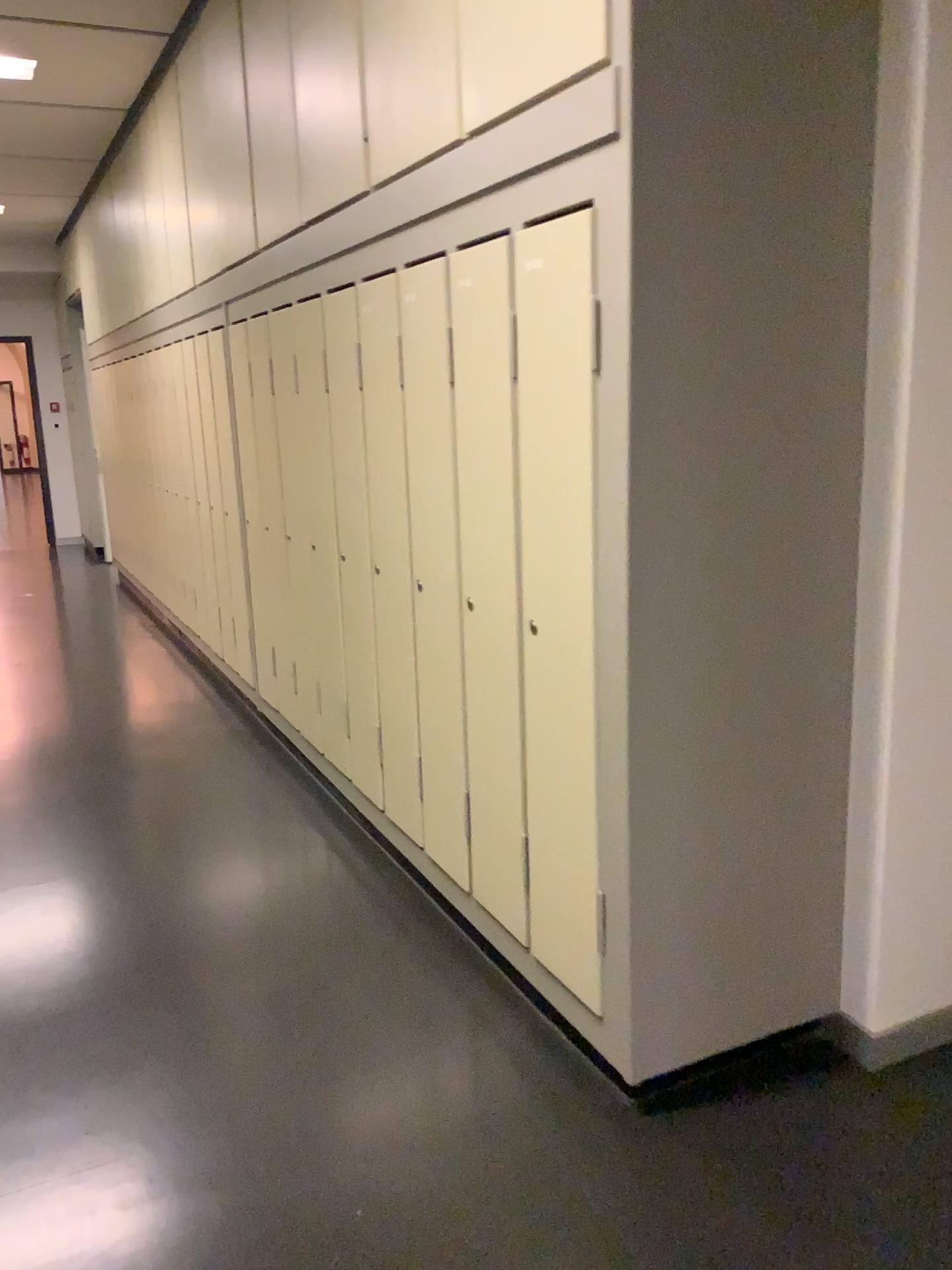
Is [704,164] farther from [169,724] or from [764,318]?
[169,724]

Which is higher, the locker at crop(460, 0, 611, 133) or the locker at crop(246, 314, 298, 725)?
the locker at crop(460, 0, 611, 133)

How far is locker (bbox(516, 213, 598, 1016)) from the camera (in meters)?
1.96

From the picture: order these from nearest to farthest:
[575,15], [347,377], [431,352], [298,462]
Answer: [575,15] → [431,352] → [347,377] → [298,462]

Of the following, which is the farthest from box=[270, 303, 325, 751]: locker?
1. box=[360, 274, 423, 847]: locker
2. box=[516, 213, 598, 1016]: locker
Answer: box=[516, 213, 598, 1016]: locker

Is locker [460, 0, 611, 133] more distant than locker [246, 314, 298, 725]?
No

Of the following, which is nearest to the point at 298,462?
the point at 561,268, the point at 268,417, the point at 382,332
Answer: the point at 268,417

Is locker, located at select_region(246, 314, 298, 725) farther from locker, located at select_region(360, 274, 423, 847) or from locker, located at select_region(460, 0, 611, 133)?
locker, located at select_region(460, 0, 611, 133)

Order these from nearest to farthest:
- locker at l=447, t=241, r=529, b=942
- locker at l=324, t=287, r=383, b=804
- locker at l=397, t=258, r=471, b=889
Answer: locker at l=447, t=241, r=529, b=942 < locker at l=397, t=258, r=471, b=889 < locker at l=324, t=287, r=383, b=804

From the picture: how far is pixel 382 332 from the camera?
2.9m
